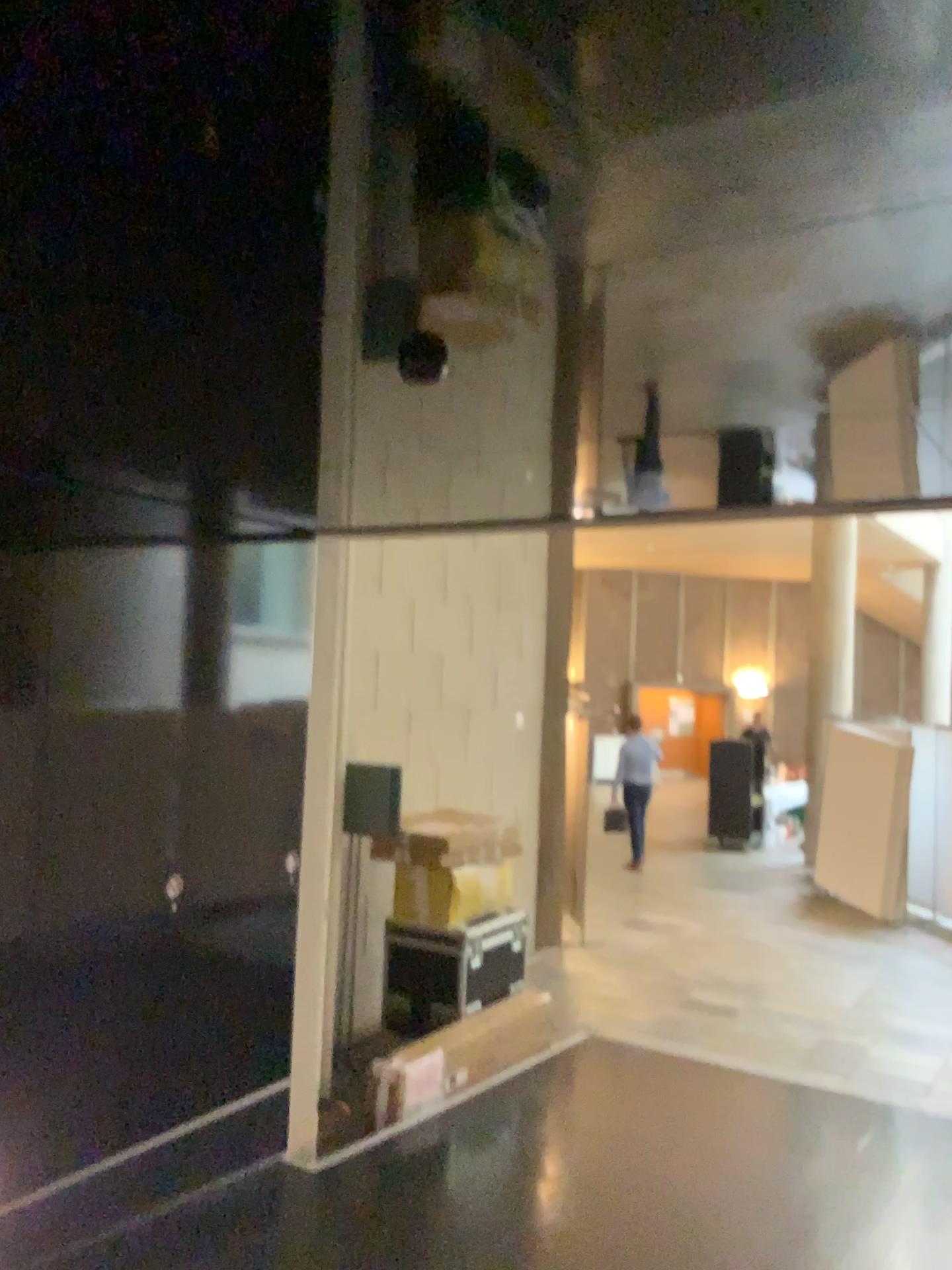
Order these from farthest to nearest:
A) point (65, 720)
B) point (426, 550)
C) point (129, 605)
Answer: point (426, 550), point (129, 605), point (65, 720)
